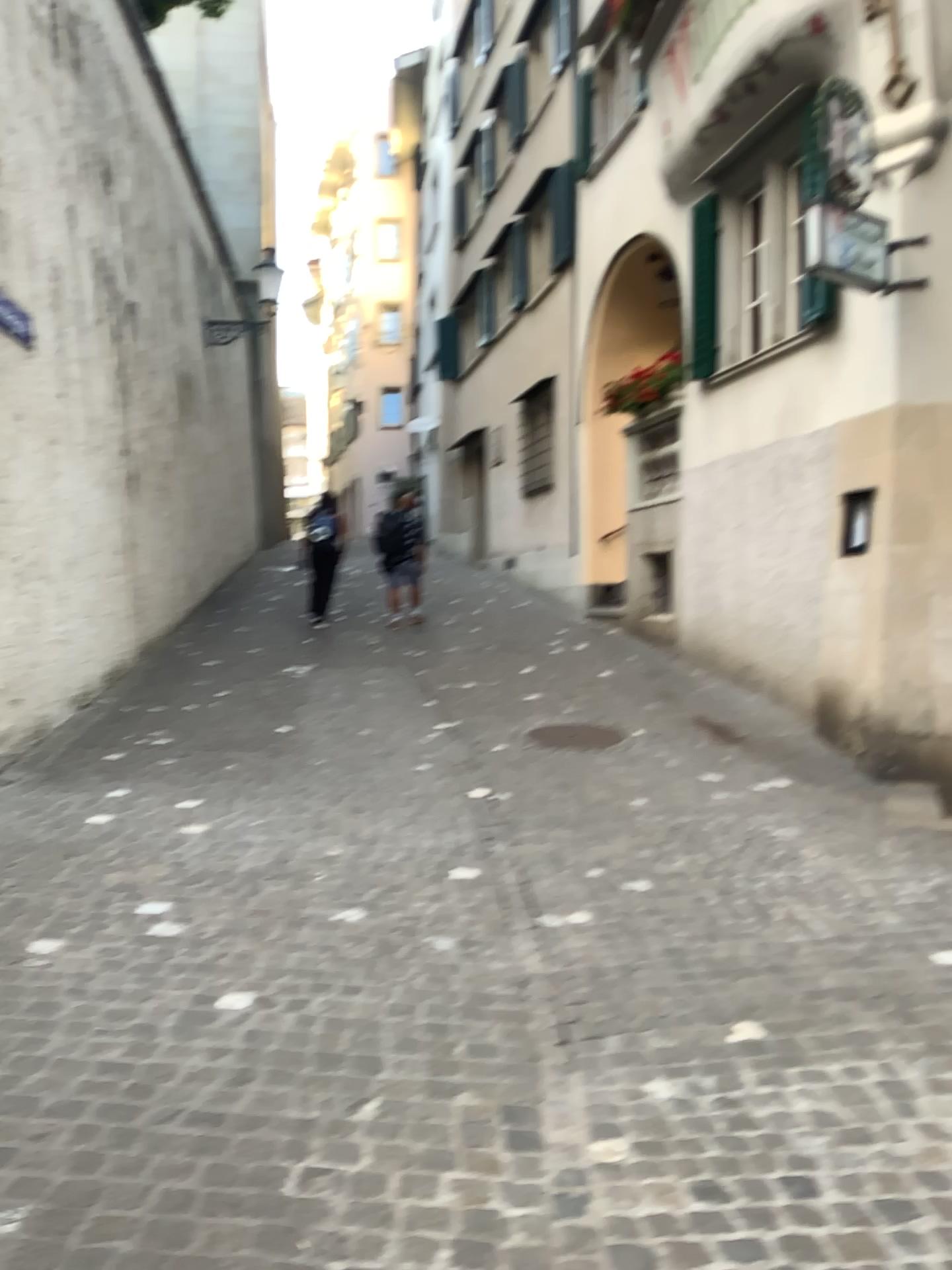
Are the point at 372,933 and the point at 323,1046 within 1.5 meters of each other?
yes
